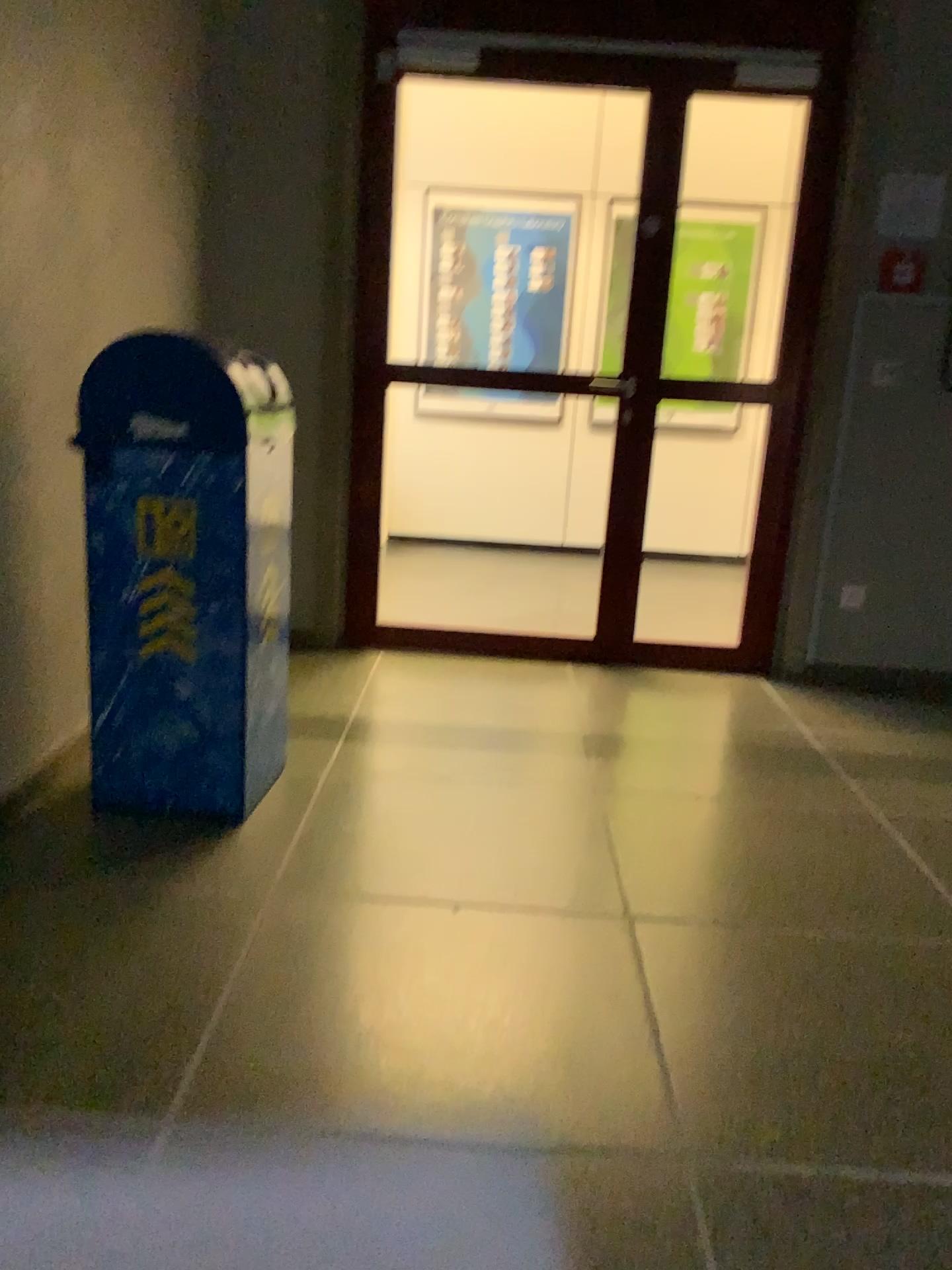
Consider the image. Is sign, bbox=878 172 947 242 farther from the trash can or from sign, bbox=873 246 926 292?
the trash can

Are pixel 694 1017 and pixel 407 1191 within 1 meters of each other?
yes

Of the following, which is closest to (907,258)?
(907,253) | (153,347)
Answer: (907,253)

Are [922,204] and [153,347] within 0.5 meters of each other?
no

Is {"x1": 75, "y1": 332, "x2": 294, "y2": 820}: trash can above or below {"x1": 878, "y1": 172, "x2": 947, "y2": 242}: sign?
below

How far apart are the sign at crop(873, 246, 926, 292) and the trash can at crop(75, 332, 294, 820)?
2.35m

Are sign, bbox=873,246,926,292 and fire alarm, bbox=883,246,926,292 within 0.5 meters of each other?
yes

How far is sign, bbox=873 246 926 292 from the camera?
3.7 meters

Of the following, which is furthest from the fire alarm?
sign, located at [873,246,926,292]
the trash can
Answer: the trash can

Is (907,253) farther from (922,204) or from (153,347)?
(153,347)
